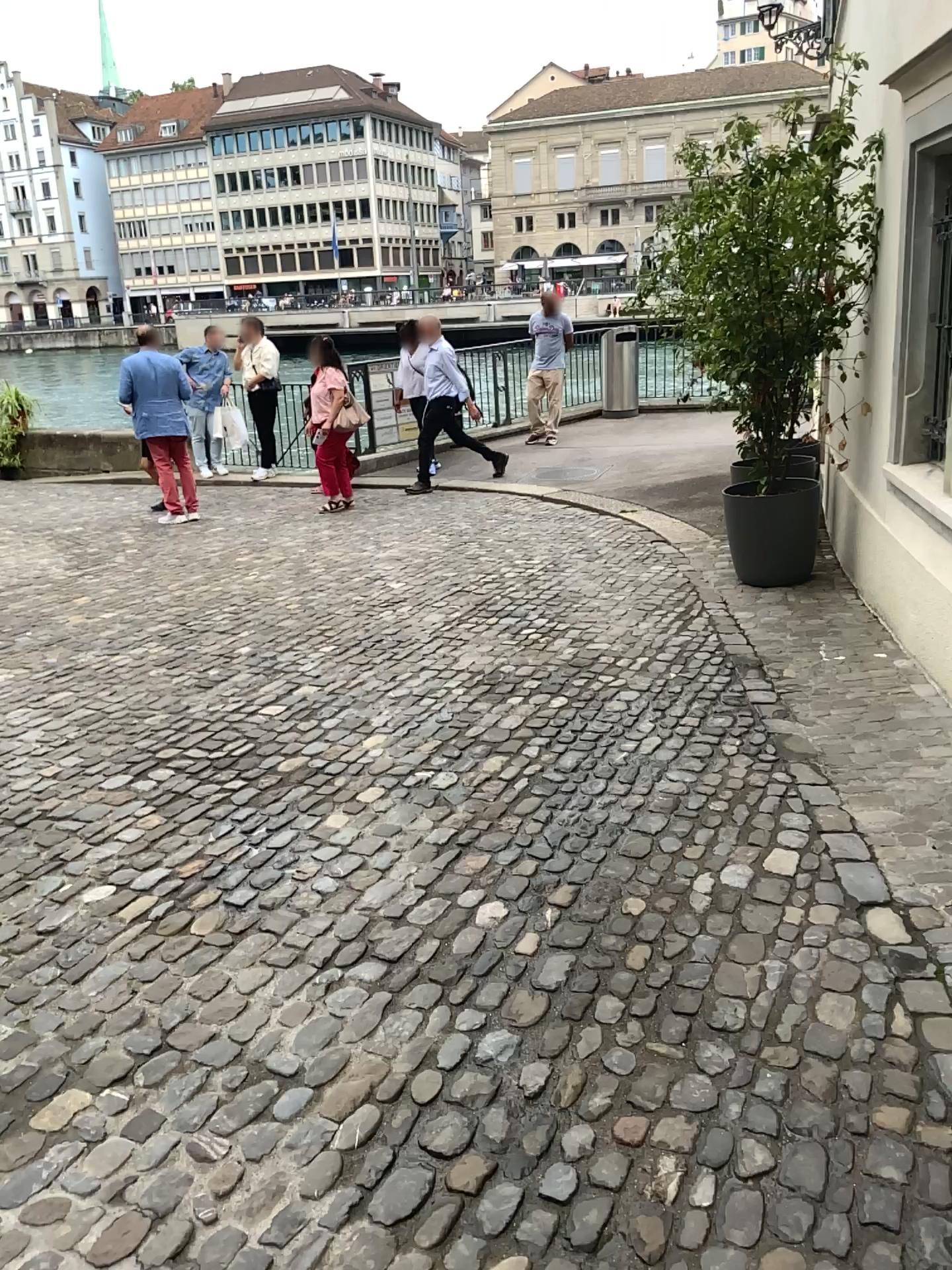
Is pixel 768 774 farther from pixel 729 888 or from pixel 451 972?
pixel 451 972
